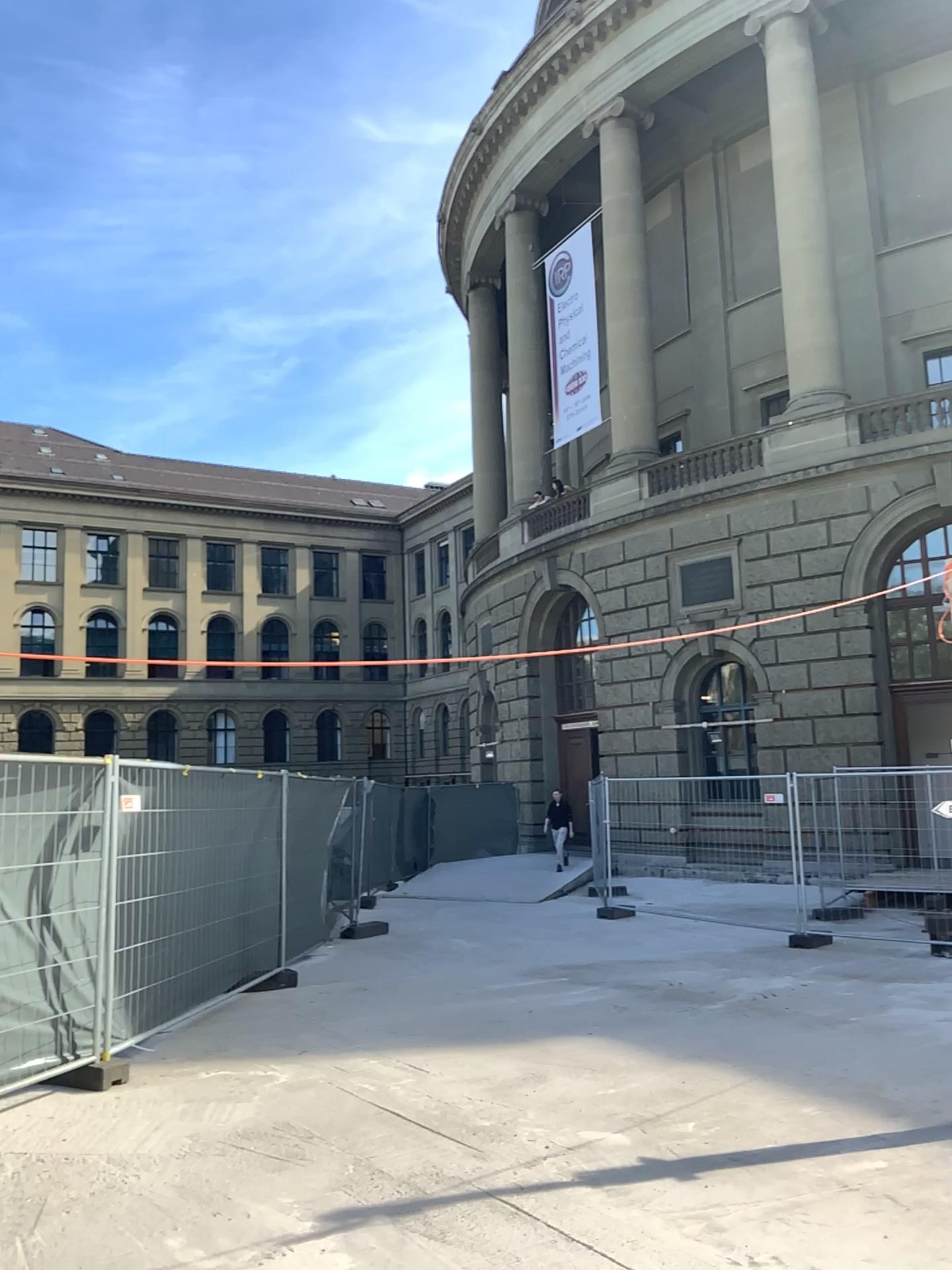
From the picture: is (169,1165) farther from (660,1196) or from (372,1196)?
(660,1196)
